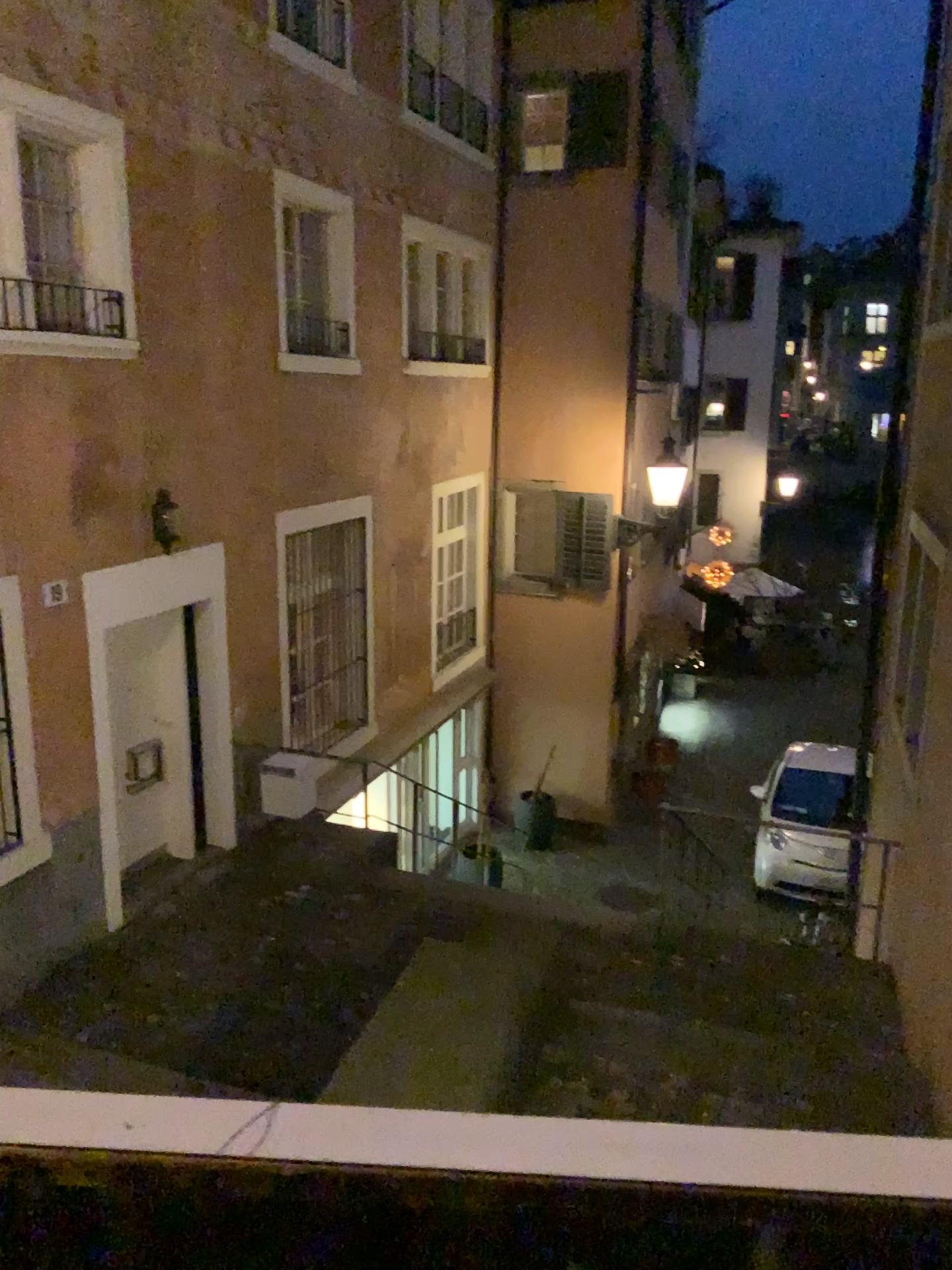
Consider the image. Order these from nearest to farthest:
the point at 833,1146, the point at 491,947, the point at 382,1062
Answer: the point at 833,1146 < the point at 382,1062 < the point at 491,947
